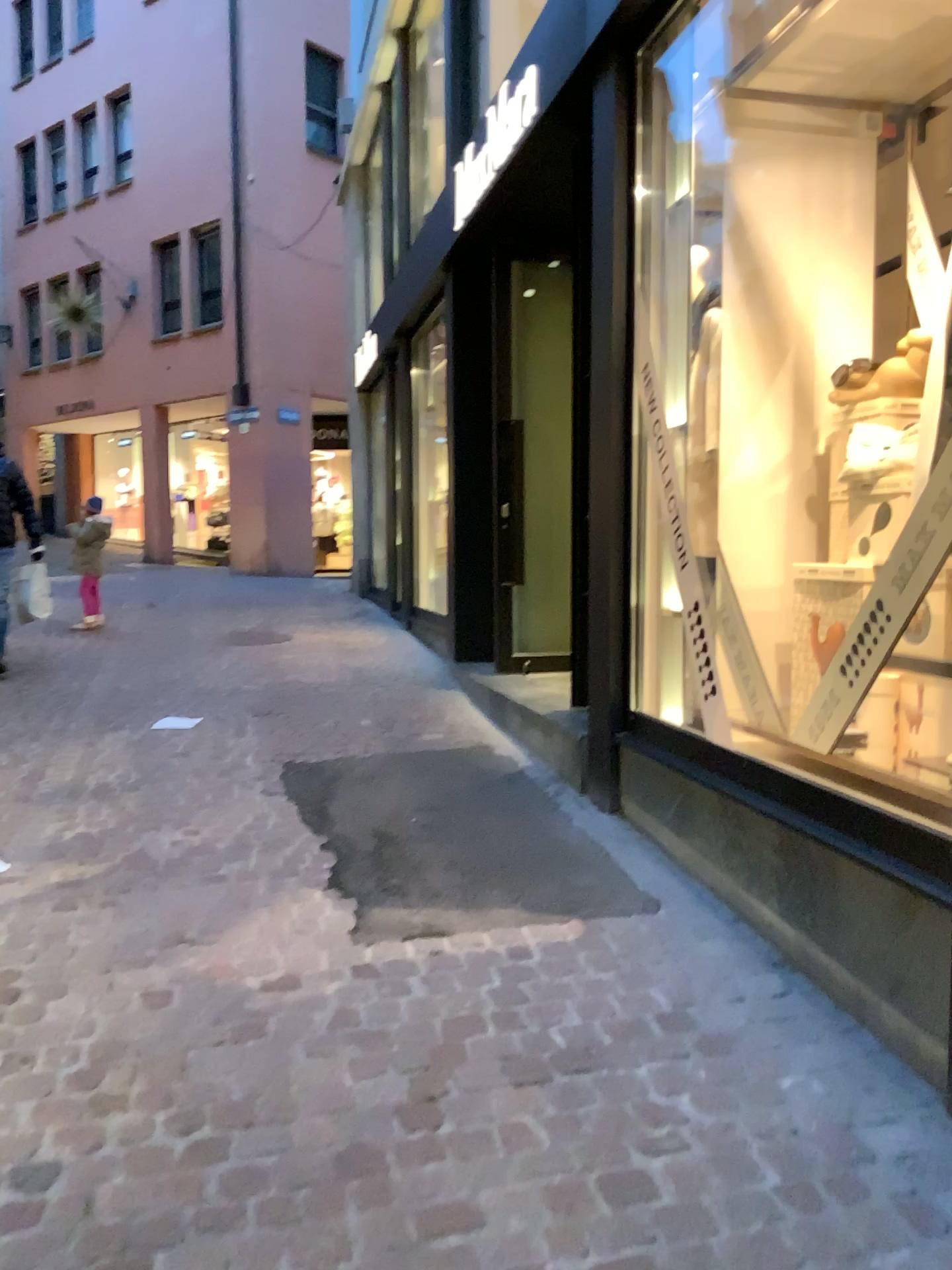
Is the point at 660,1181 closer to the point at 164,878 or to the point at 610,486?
the point at 164,878
